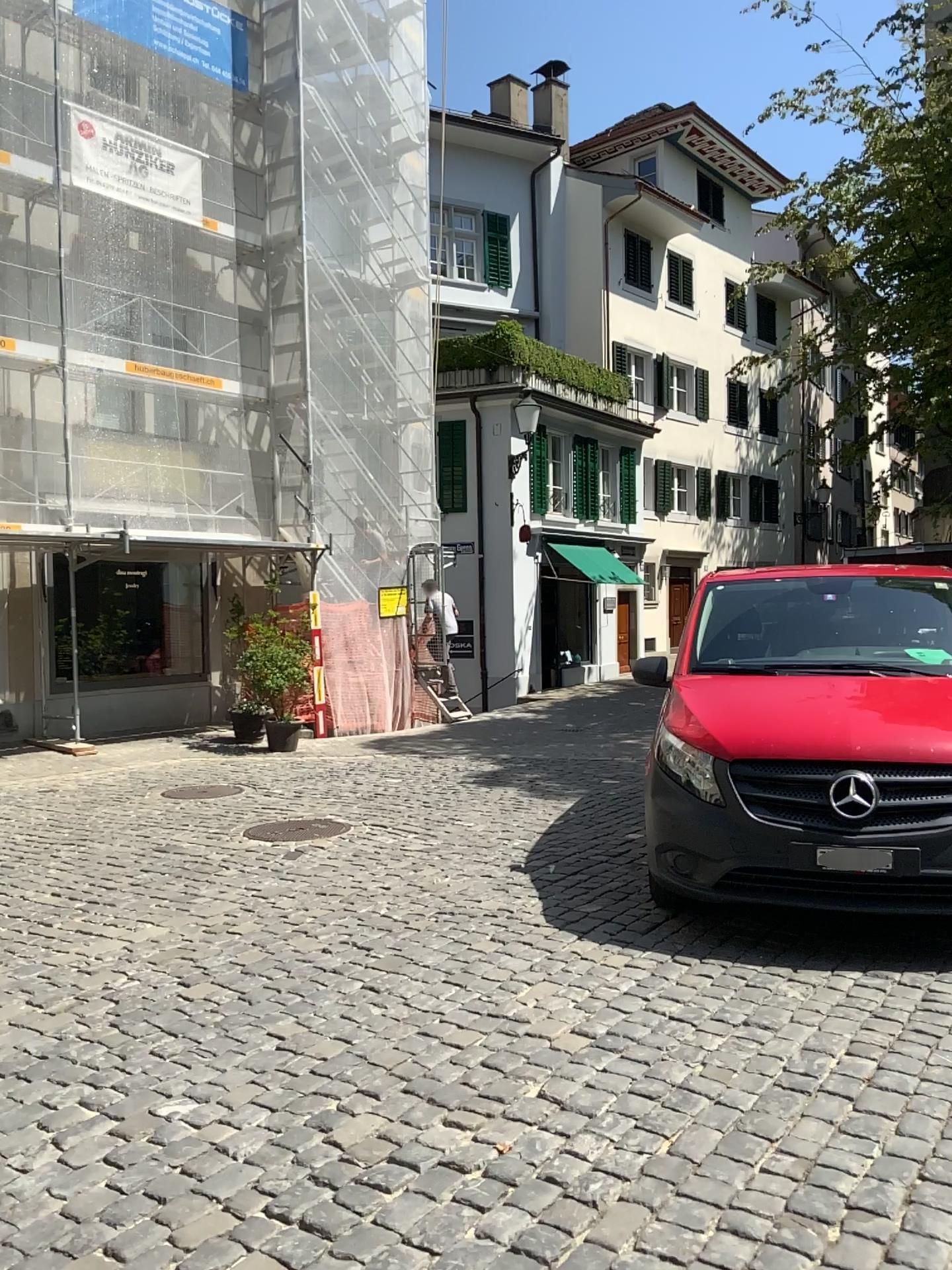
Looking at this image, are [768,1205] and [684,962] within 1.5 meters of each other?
Result: no
